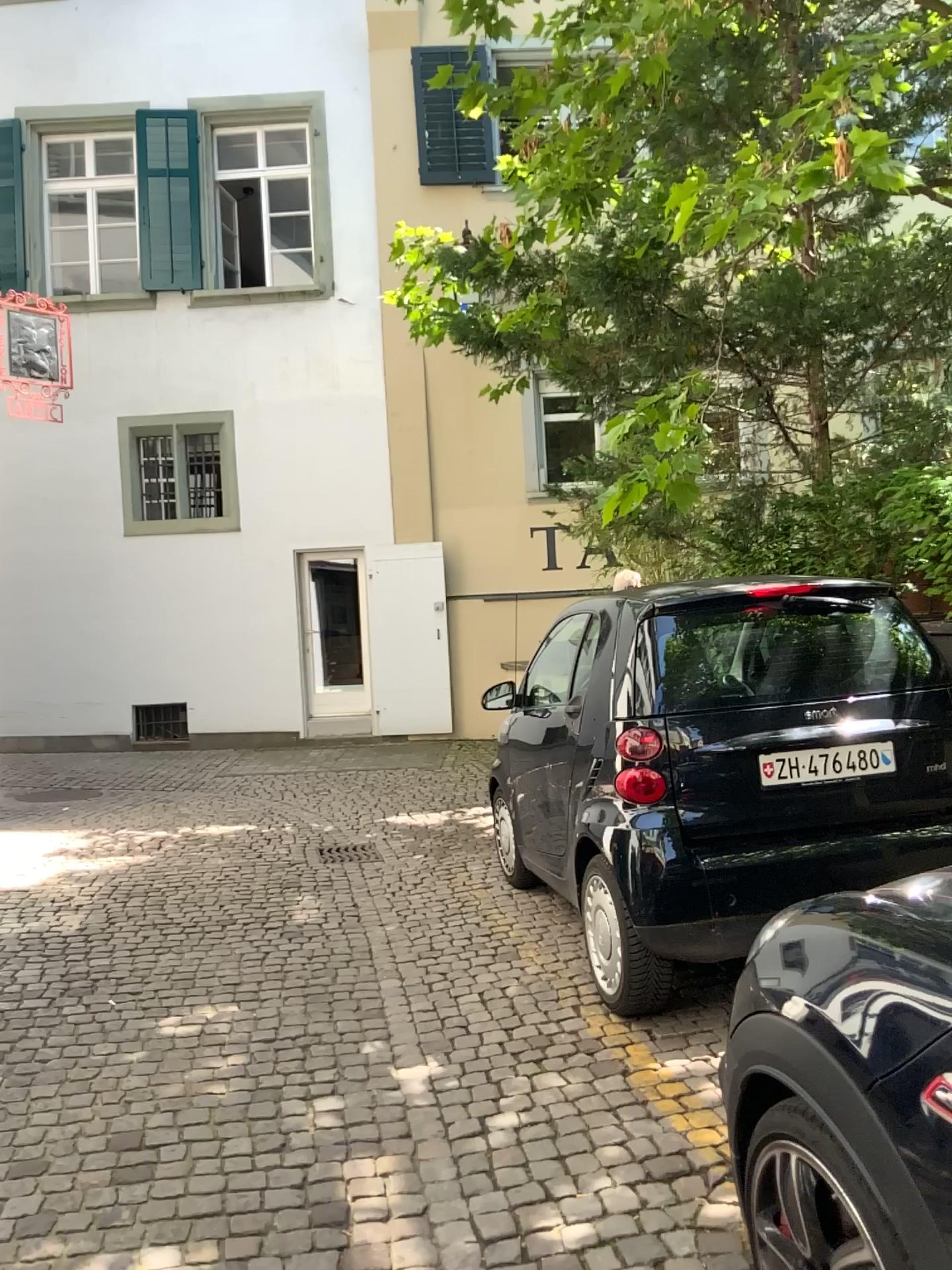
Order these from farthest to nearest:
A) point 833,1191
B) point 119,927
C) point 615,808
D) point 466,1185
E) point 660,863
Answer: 1. point 119,927
2. point 615,808
3. point 660,863
4. point 466,1185
5. point 833,1191

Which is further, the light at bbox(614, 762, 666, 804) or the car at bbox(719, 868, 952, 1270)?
the light at bbox(614, 762, 666, 804)

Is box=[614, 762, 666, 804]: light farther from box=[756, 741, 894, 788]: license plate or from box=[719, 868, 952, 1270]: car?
box=[719, 868, 952, 1270]: car

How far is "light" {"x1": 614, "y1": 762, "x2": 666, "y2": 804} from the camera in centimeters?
364cm

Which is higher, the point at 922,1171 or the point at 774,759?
the point at 774,759

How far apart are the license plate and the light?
0.40m

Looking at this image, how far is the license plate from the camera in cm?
365

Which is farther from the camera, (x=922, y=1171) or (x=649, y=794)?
(x=649, y=794)

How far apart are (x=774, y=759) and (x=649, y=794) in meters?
0.4

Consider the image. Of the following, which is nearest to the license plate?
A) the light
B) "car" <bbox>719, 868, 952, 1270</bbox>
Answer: the light
